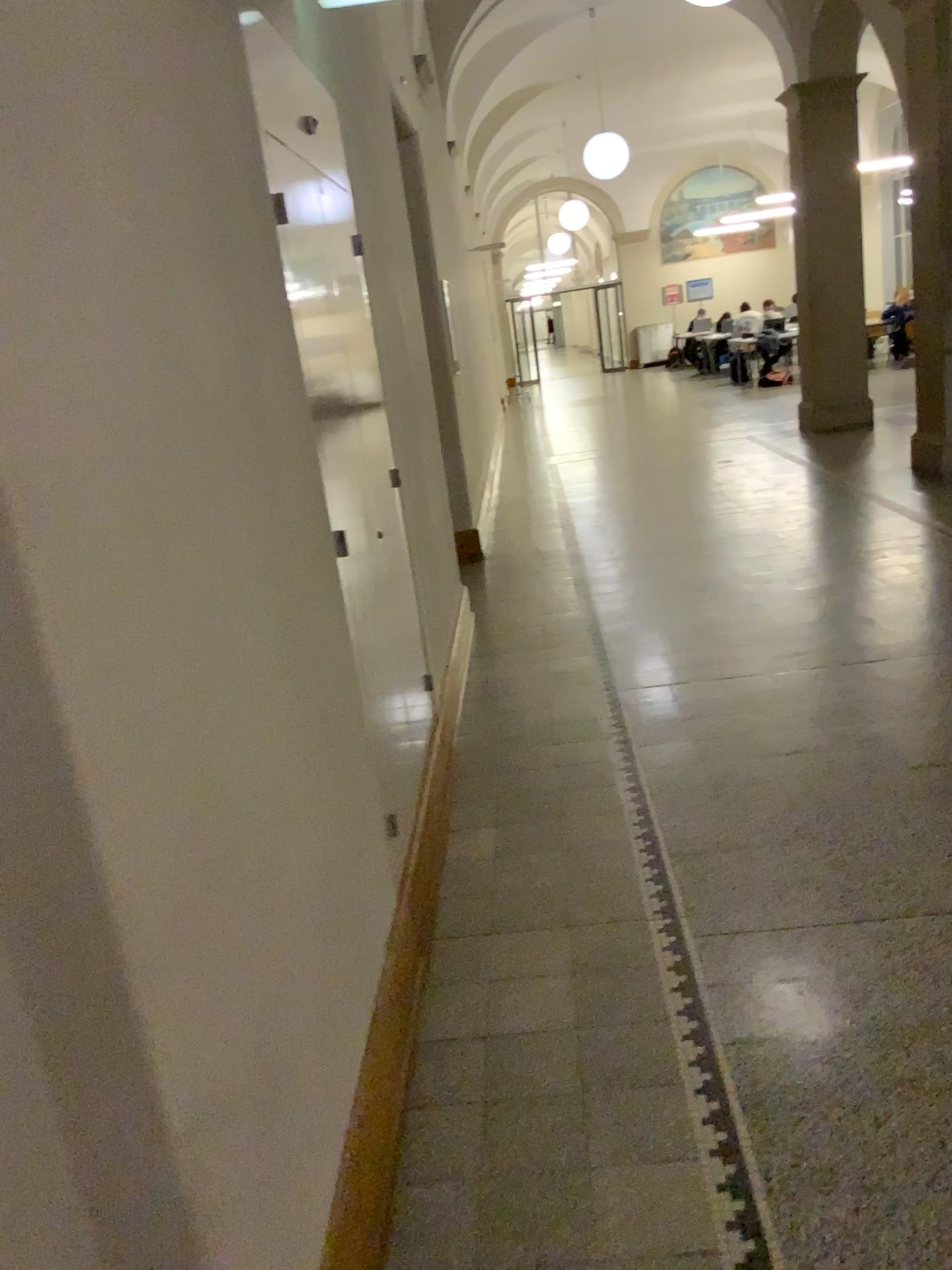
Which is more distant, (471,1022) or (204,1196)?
(471,1022)
